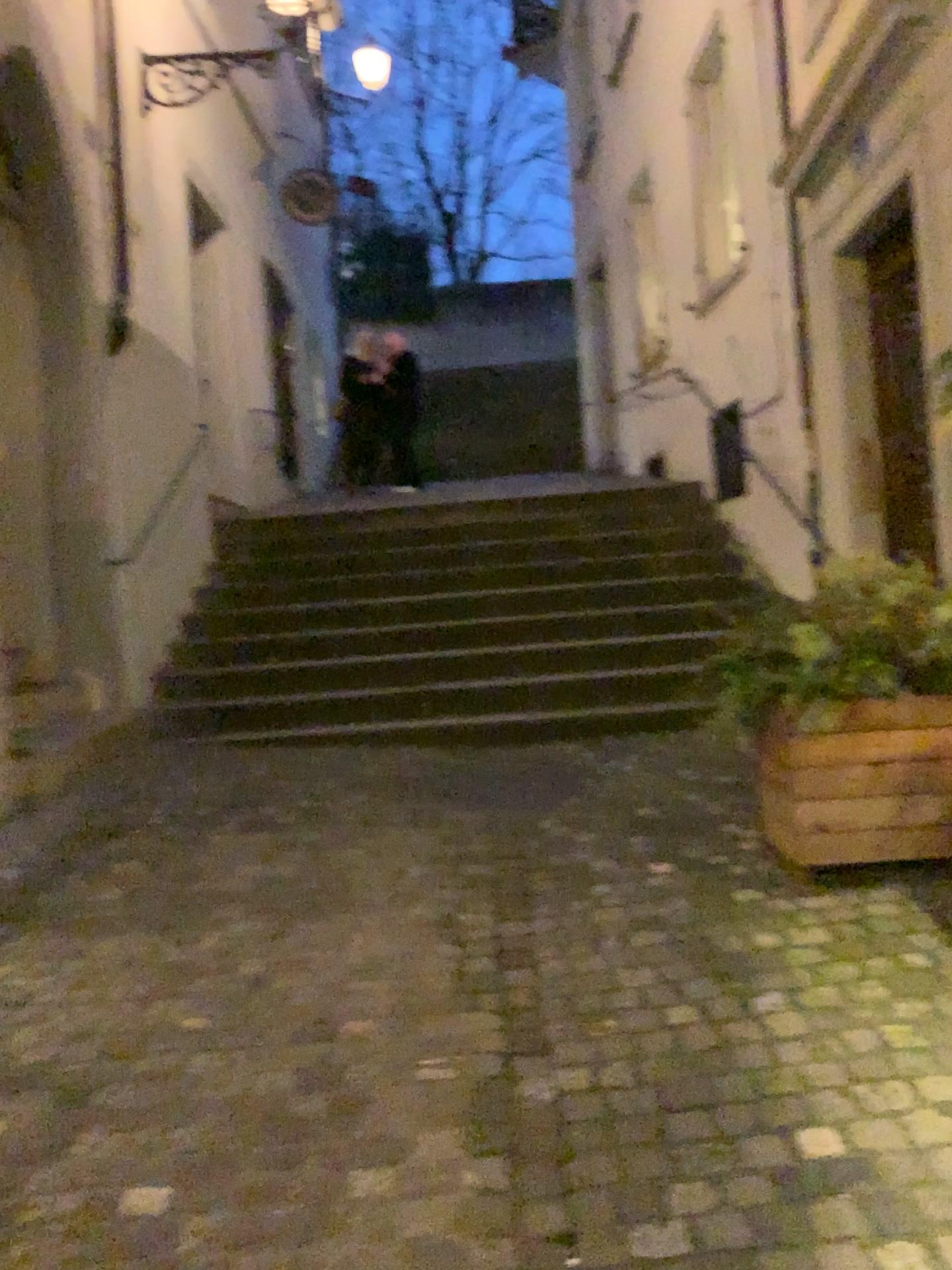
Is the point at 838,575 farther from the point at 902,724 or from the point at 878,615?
the point at 902,724

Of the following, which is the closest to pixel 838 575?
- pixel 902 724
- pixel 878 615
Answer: pixel 878 615

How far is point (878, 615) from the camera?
2.99m

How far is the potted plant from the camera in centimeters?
299cm

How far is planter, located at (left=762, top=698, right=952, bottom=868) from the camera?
3.0 meters

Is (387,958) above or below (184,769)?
below
